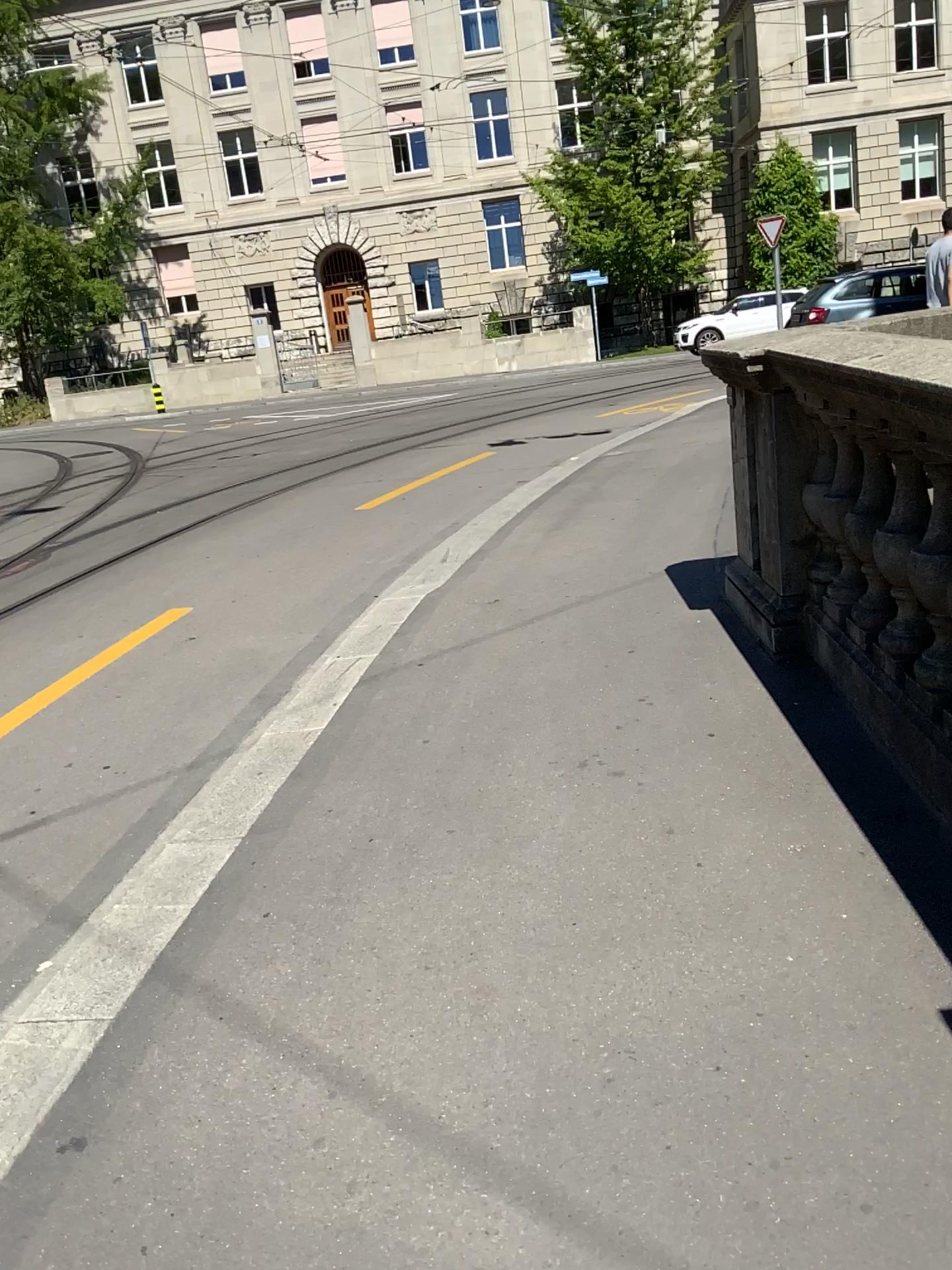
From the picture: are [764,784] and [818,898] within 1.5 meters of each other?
yes
